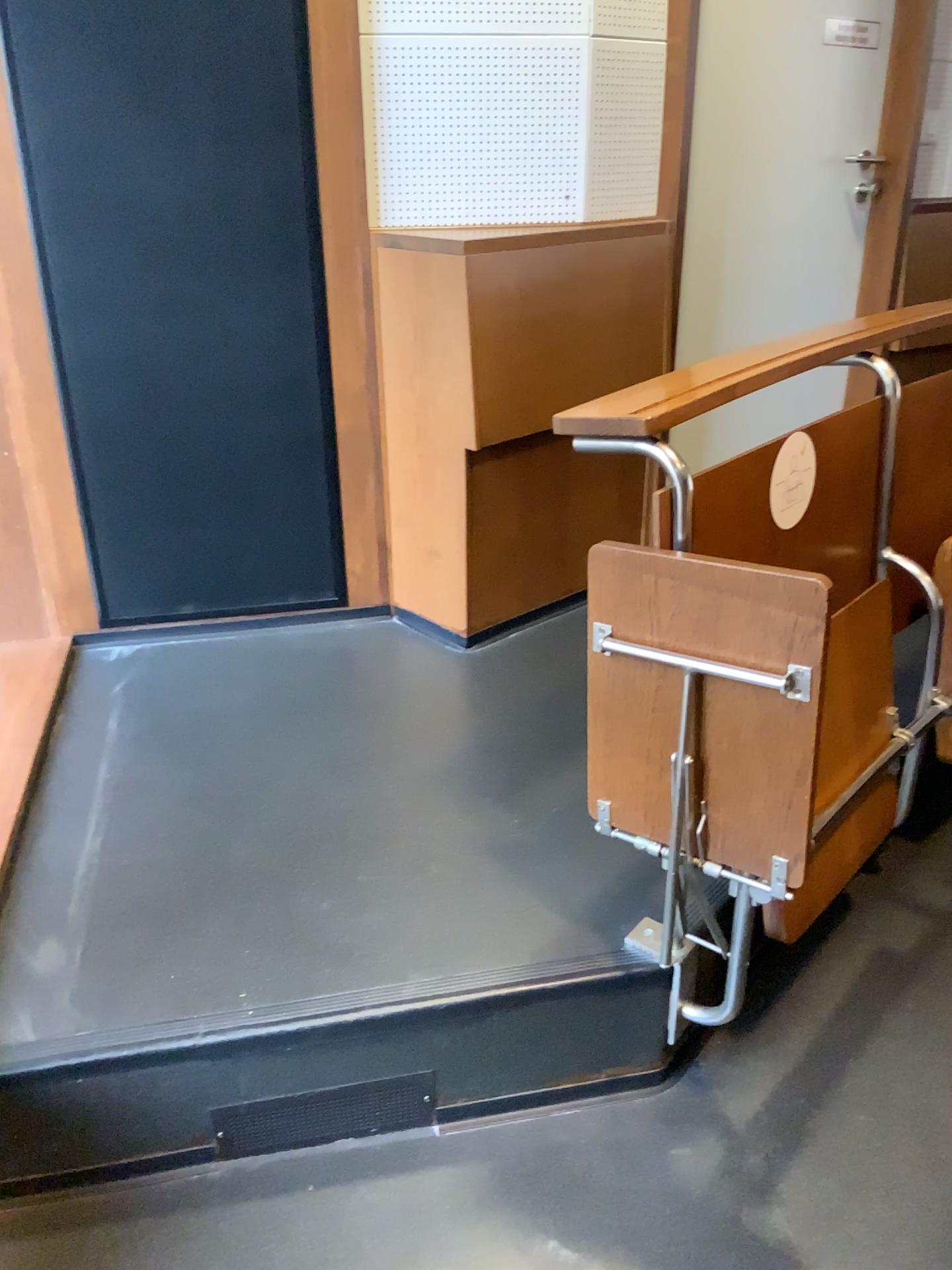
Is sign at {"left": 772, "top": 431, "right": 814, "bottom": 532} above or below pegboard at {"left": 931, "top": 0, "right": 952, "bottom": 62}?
below

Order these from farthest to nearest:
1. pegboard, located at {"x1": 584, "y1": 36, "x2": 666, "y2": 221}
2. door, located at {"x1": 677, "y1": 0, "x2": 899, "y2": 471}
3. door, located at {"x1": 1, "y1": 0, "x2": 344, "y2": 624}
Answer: door, located at {"x1": 677, "y1": 0, "x2": 899, "y2": 471} < pegboard, located at {"x1": 584, "y1": 36, "x2": 666, "y2": 221} < door, located at {"x1": 1, "y1": 0, "x2": 344, "y2": 624}

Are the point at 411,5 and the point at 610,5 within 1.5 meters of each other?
yes

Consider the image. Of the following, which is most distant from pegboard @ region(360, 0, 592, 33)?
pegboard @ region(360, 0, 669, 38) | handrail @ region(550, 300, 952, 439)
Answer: handrail @ region(550, 300, 952, 439)

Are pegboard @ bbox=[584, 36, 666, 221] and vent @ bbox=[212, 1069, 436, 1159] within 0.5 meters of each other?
no

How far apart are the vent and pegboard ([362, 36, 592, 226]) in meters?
1.7 m

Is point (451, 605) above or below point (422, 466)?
below

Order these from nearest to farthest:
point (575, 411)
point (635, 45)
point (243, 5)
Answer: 1. point (575, 411)
2. point (243, 5)
3. point (635, 45)

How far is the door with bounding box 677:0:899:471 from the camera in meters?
2.6 m

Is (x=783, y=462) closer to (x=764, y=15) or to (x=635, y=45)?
(x=635, y=45)
